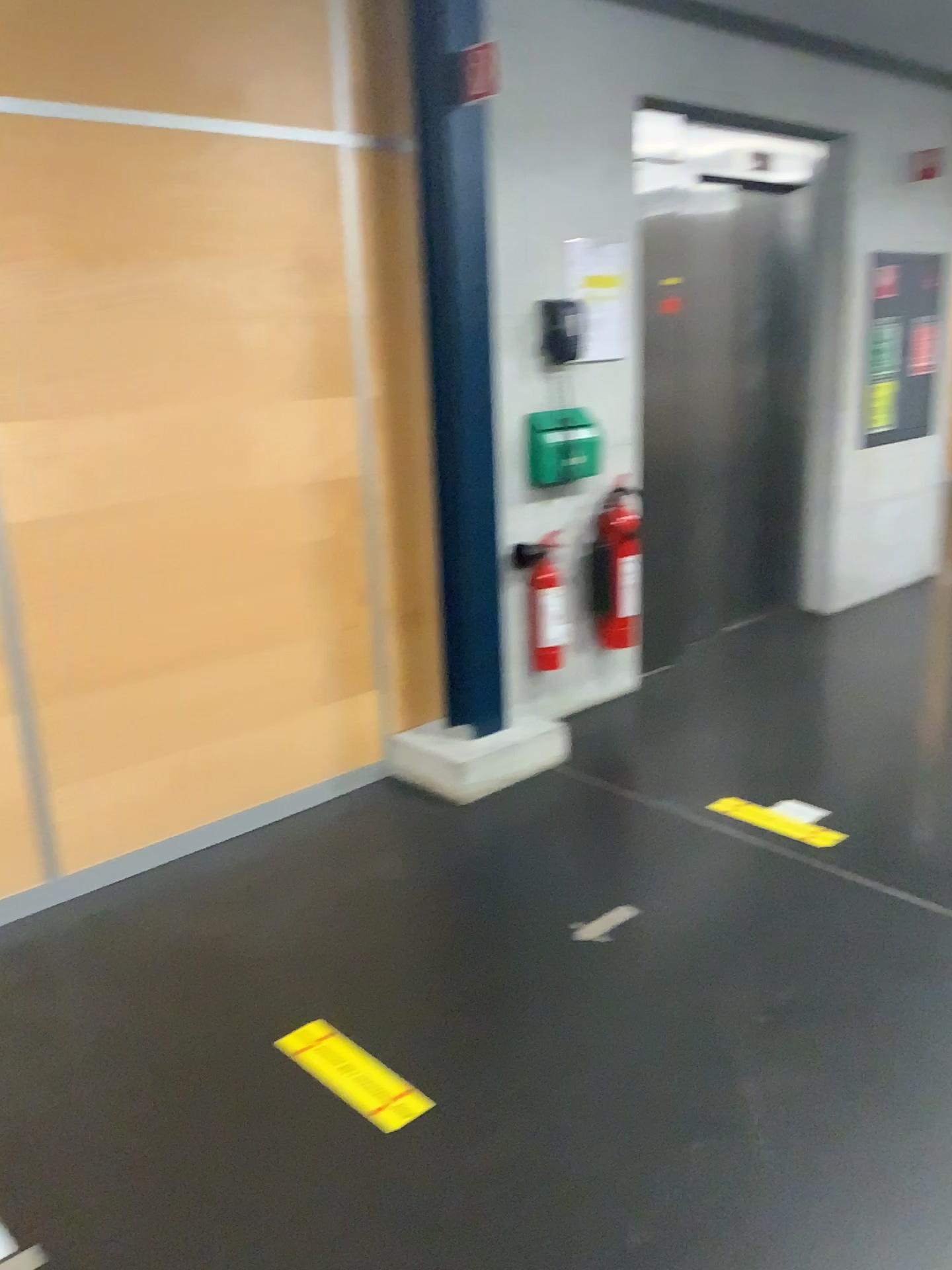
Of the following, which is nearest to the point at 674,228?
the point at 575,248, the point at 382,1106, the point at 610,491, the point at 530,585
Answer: the point at 575,248

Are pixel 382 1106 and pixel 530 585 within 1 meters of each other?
no

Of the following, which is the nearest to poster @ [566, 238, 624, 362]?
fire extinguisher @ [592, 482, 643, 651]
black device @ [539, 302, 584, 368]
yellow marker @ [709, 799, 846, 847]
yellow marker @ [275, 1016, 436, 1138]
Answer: black device @ [539, 302, 584, 368]

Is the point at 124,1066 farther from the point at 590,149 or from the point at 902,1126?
the point at 590,149

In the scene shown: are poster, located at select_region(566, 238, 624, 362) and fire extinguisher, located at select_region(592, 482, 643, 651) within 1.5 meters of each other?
yes

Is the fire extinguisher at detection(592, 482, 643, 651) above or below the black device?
below

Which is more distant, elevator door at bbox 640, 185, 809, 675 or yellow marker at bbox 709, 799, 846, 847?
elevator door at bbox 640, 185, 809, 675

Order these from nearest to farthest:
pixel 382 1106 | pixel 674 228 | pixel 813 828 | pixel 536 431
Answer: pixel 382 1106
pixel 813 828
pixel 536 431
pixel 674 228

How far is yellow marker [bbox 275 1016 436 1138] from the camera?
2.10m

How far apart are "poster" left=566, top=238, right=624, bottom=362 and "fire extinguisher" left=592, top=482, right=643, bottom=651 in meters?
0.5
